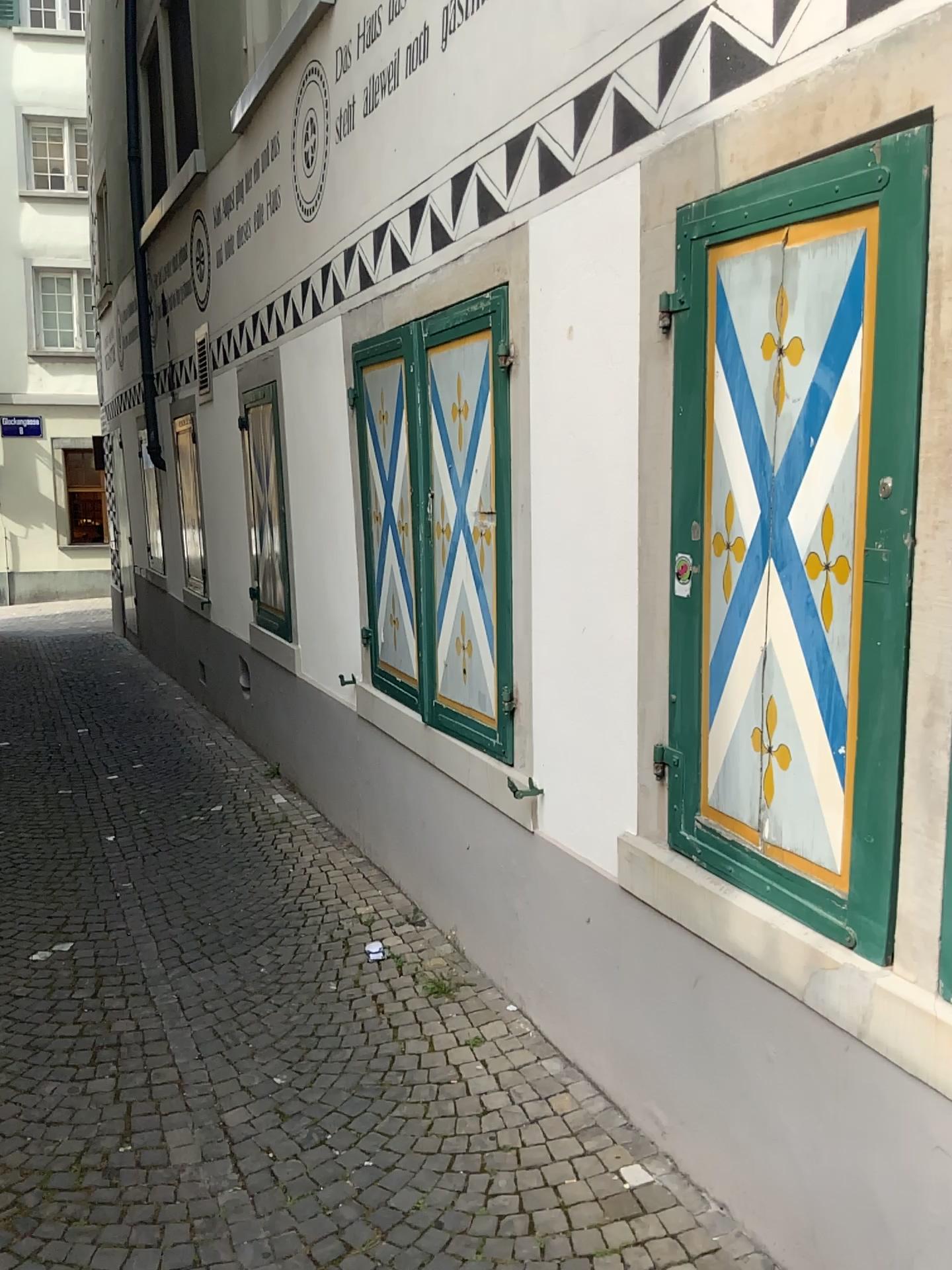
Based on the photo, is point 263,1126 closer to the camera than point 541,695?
Yes
